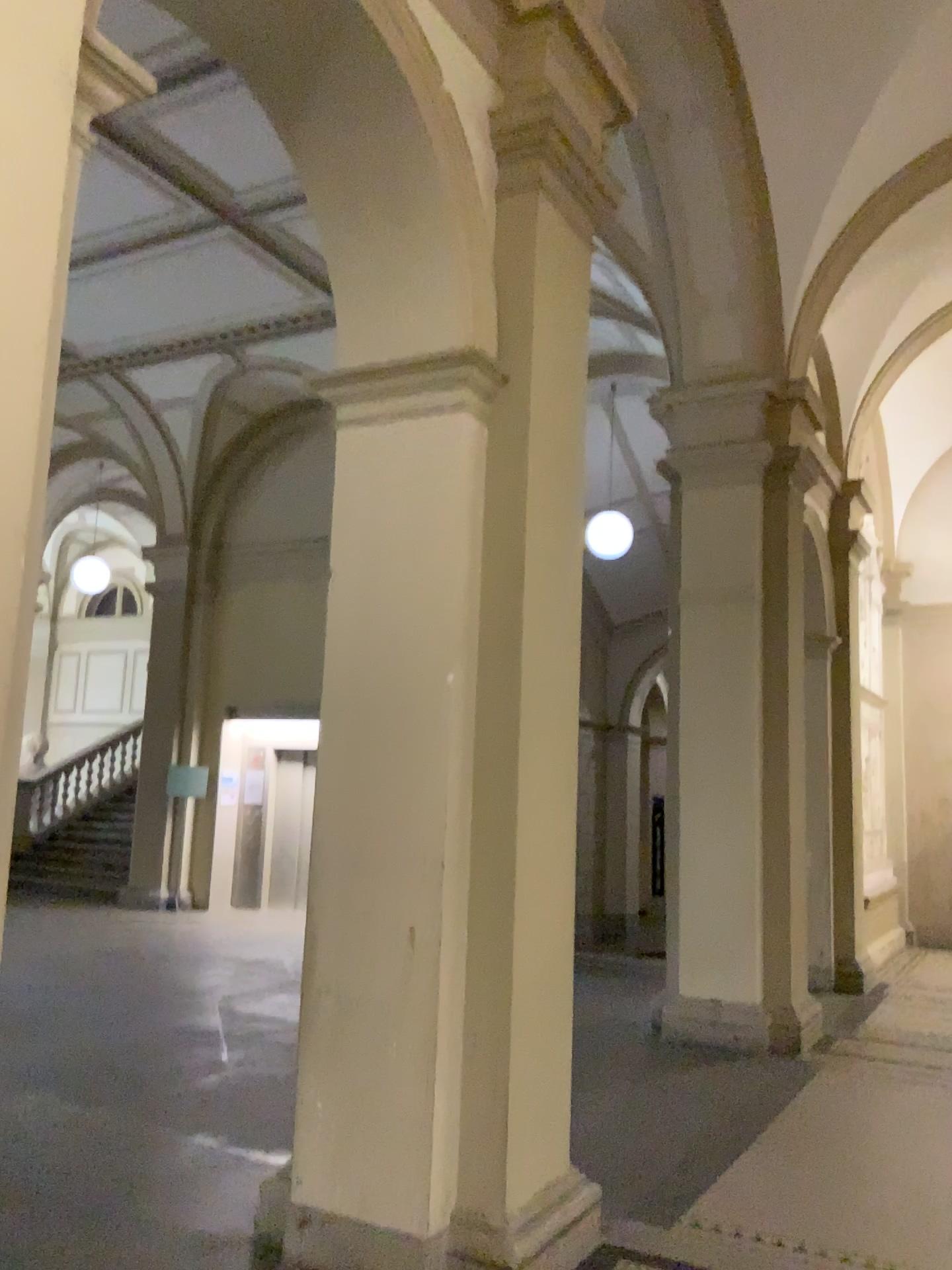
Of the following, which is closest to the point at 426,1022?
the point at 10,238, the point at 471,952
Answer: the point at 471,952

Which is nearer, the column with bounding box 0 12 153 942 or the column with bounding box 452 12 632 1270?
the column with bounding box 0 12 153 942

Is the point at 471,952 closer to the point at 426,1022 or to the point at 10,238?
the point at 426,1022

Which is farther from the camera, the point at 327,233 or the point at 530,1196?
the point at 327,233

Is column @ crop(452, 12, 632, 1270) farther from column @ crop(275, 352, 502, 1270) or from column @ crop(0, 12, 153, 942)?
column @ crop(0, 12, 153, 942)

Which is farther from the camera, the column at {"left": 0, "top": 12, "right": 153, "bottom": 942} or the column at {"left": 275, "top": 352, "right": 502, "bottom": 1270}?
the column at {"left": 275, "top": 352, "right": 502, "bottom": 1270}

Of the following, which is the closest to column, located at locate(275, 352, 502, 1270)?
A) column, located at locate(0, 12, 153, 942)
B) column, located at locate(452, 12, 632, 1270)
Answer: column, located at locate(452, 12, 632, 1270)

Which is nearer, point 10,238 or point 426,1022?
point 10,238
